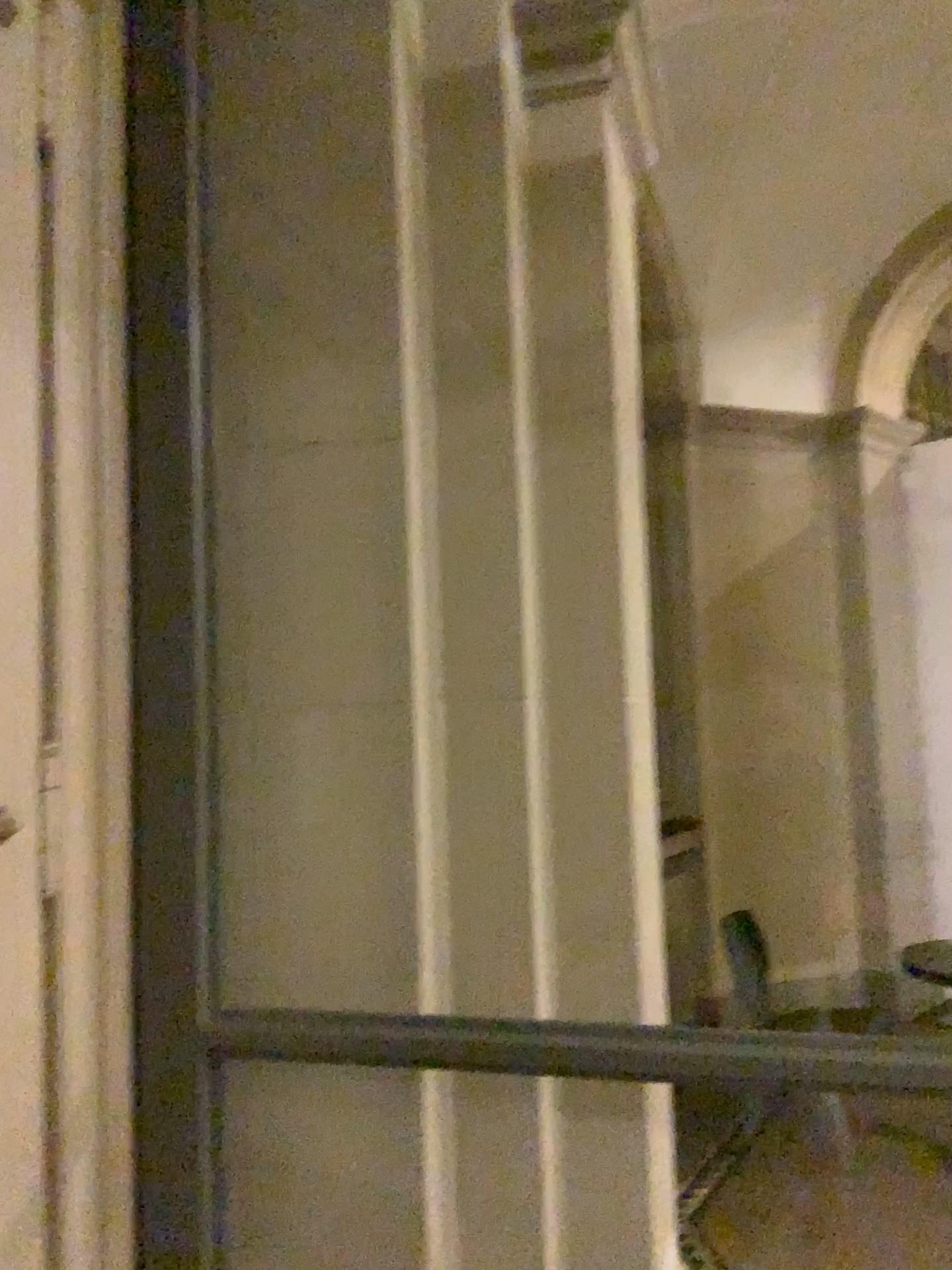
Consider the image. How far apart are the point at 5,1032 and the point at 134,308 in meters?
1.2 m

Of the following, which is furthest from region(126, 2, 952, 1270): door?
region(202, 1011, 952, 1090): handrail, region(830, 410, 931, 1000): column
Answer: region(830, 410, 931, 1000): column

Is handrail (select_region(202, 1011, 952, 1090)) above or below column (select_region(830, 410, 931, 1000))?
below

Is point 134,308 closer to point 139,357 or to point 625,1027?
point 139,357

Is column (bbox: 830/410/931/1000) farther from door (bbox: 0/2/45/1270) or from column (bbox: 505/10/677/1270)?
door (bbox: 0/2/45/1270)

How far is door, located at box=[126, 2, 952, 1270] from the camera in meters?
1.9

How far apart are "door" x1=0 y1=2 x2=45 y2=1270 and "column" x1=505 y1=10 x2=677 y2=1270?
0.92m

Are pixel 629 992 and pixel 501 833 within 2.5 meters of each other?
yes

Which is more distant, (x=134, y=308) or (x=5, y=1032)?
(x=134, y=308)

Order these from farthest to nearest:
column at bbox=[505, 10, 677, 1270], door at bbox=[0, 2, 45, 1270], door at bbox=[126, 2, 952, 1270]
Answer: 1. column at bbox=[505, 10, 677, 1270]
2. door at bbox=[126, 2, 952, 1270]
3. door at bbox=[0, 2, 45, 1270]
